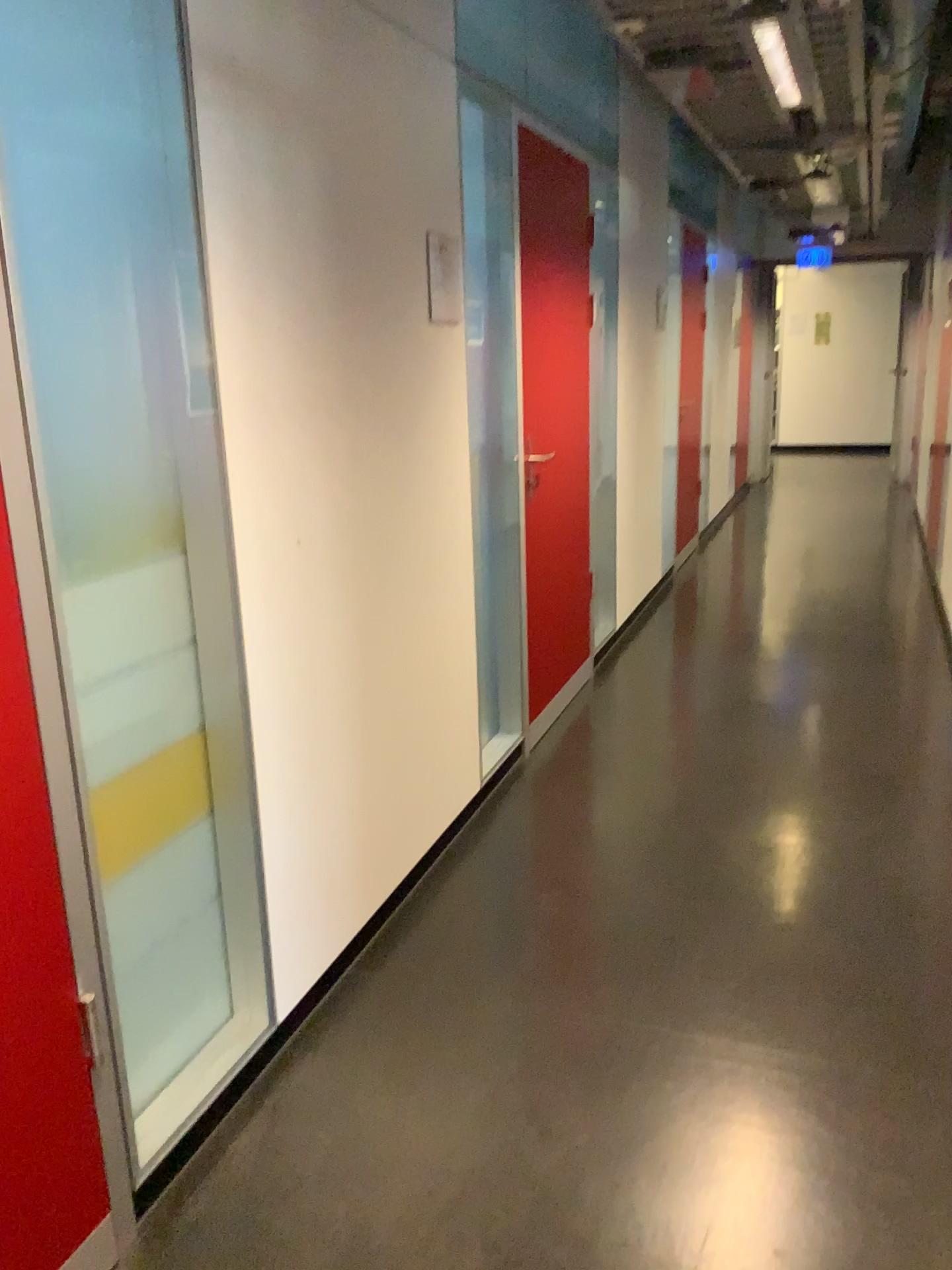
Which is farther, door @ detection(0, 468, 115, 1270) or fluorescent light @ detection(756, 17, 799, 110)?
fluorescent light @ detection(756, 17, 799, 110)

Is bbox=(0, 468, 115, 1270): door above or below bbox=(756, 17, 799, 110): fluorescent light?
below

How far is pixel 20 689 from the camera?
1.5 meters

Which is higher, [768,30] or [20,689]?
[768,30]

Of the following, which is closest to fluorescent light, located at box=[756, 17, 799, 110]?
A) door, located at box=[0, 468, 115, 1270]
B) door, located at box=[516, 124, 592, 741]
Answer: door, located at box=[516, 124, 592, 741]

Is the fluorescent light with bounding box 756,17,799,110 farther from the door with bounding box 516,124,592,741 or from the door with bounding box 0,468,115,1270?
the door with bounding box 0,468,115,1270

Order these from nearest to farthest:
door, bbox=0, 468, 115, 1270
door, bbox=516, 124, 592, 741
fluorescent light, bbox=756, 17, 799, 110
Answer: door, bbox=0, 468, 115, 1270 → fluorescent light, bbox=756, 17, 799, 110 → door, bbox=516, 124, 592, 741

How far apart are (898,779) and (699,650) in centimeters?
166cm

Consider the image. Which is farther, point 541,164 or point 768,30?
point 541,164

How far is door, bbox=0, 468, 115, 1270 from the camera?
1.5m
